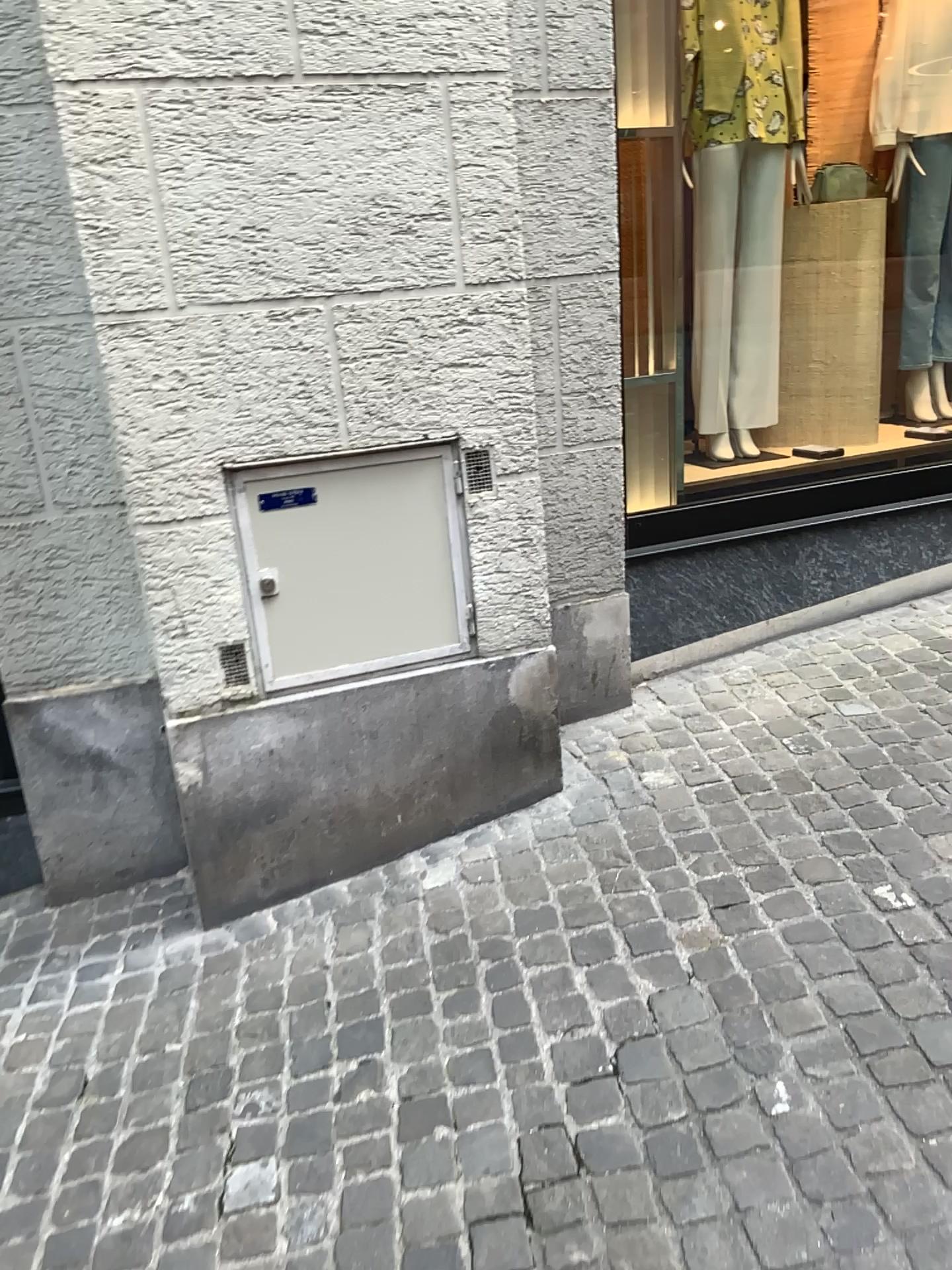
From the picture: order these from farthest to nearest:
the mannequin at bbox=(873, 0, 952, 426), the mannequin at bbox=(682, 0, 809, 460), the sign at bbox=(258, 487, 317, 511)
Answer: the mannequin at bbox=(873, 0, 952, 426) < the mannequin at bbox=(682, 0, 809, 460) < the sign at bbox=(258, 487, 317, 511)

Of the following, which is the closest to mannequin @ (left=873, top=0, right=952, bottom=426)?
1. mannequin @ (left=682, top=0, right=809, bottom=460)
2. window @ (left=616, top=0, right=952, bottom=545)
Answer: window @ (left=616, top=0, right=952, bottom=545)

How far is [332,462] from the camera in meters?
2.4

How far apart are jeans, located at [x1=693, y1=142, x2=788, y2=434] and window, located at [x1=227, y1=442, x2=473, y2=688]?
1.56m

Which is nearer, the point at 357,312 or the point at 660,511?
the point at 357,312

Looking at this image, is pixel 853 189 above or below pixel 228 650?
above

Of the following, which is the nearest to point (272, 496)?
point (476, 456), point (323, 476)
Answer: point (323, 476)

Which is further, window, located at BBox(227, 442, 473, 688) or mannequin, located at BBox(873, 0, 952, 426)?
mannequin, located at BBox(873, 0, 952, 426)

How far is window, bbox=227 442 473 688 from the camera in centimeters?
240cm

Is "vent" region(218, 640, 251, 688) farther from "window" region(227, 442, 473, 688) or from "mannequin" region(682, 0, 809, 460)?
"mannequin" region(682, 0, 809, 460)
